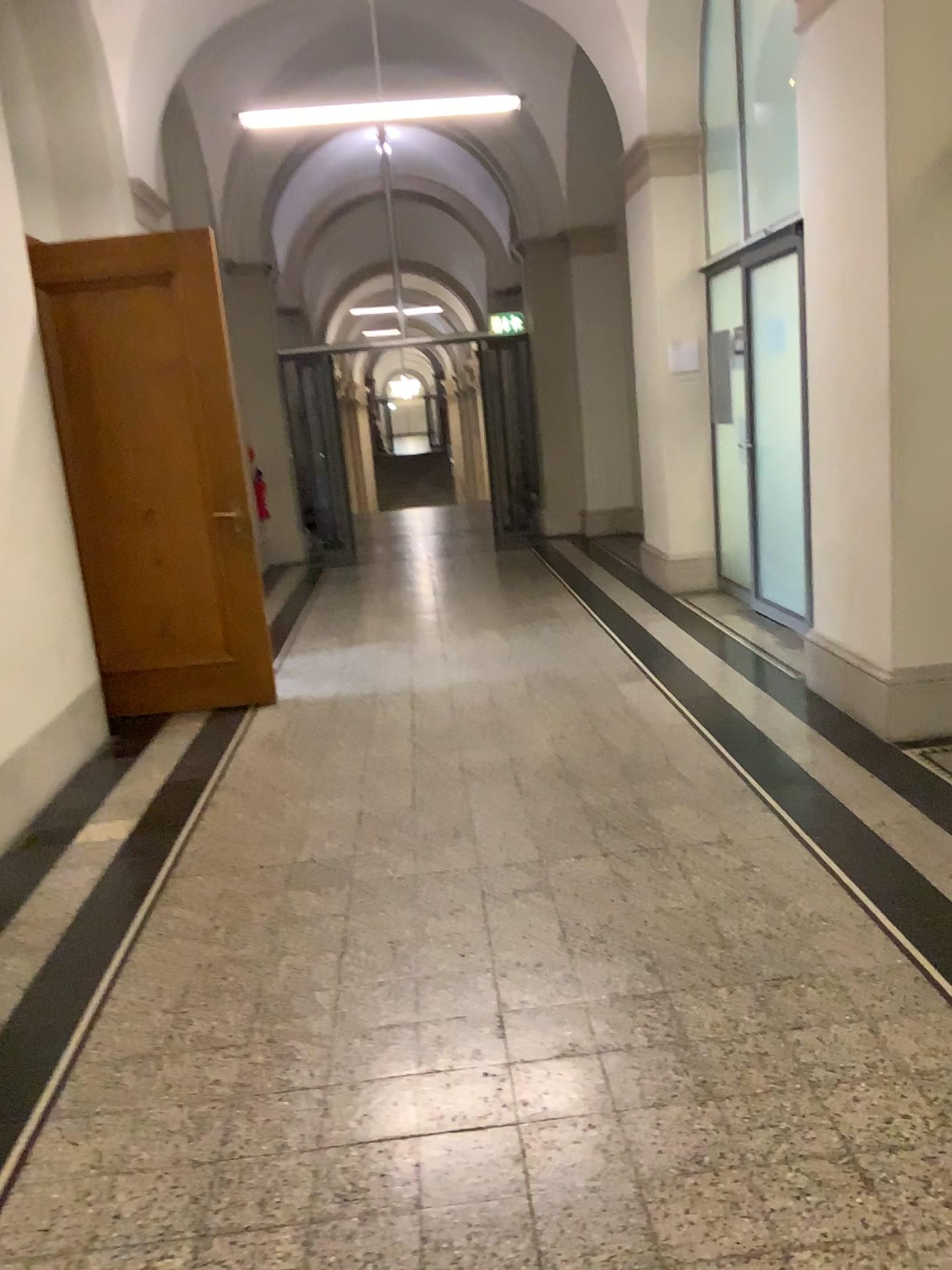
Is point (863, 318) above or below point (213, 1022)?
above
